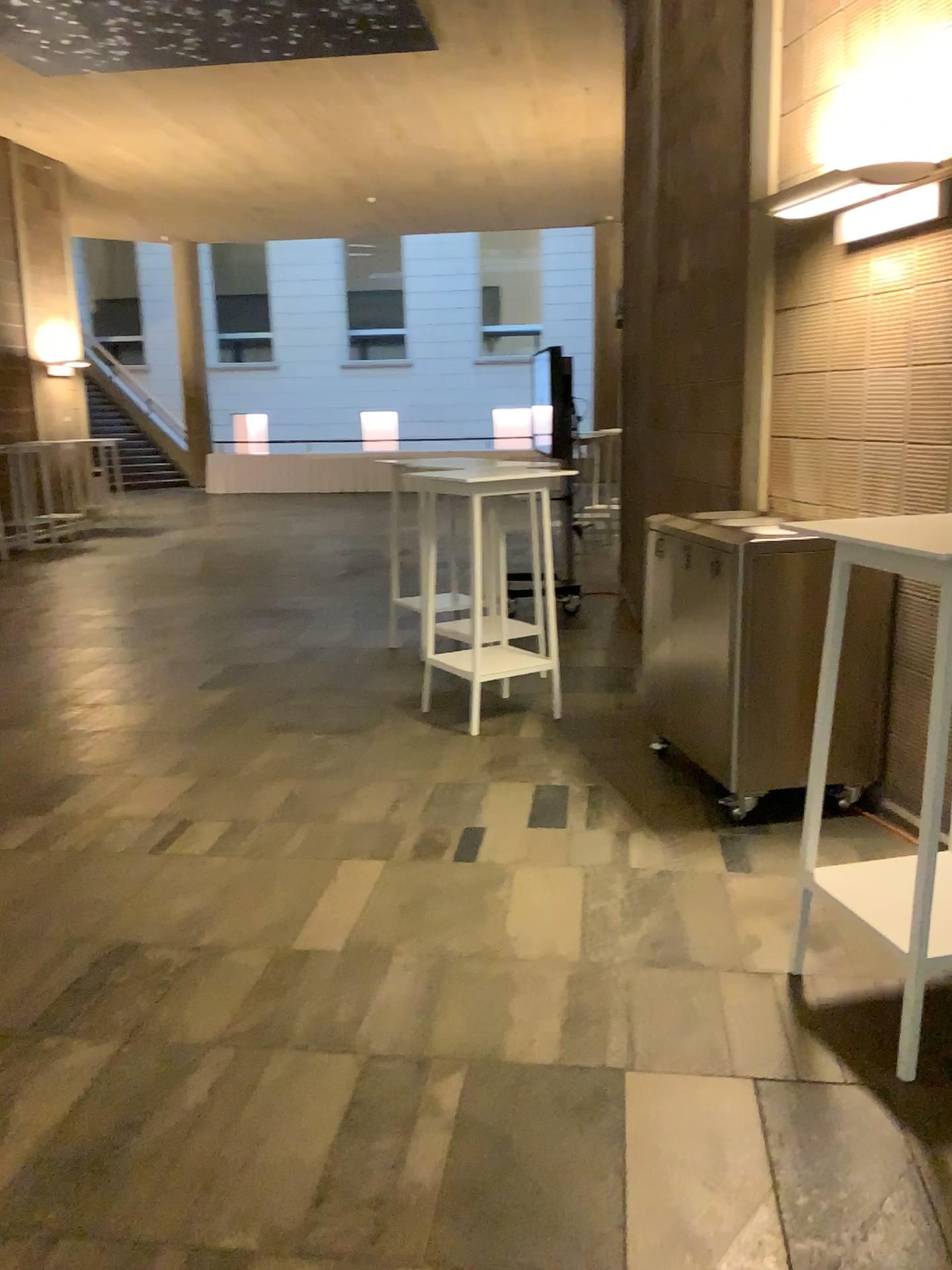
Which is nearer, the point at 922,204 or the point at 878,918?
the point at 878,918

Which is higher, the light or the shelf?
the light

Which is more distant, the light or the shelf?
the light

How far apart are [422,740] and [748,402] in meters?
2.1 m

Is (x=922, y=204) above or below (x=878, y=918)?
above
